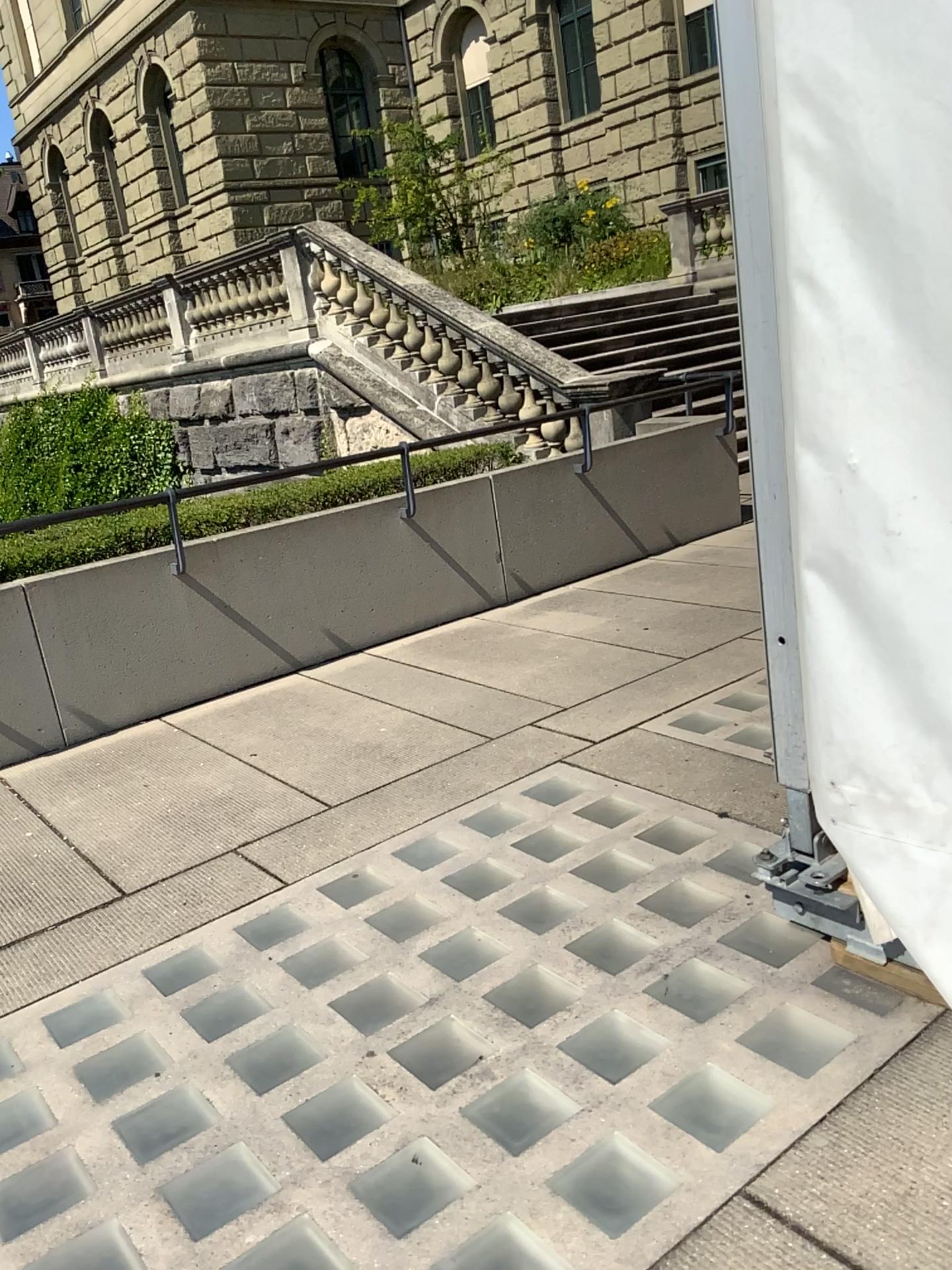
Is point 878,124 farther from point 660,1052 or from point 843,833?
point 660,1052
